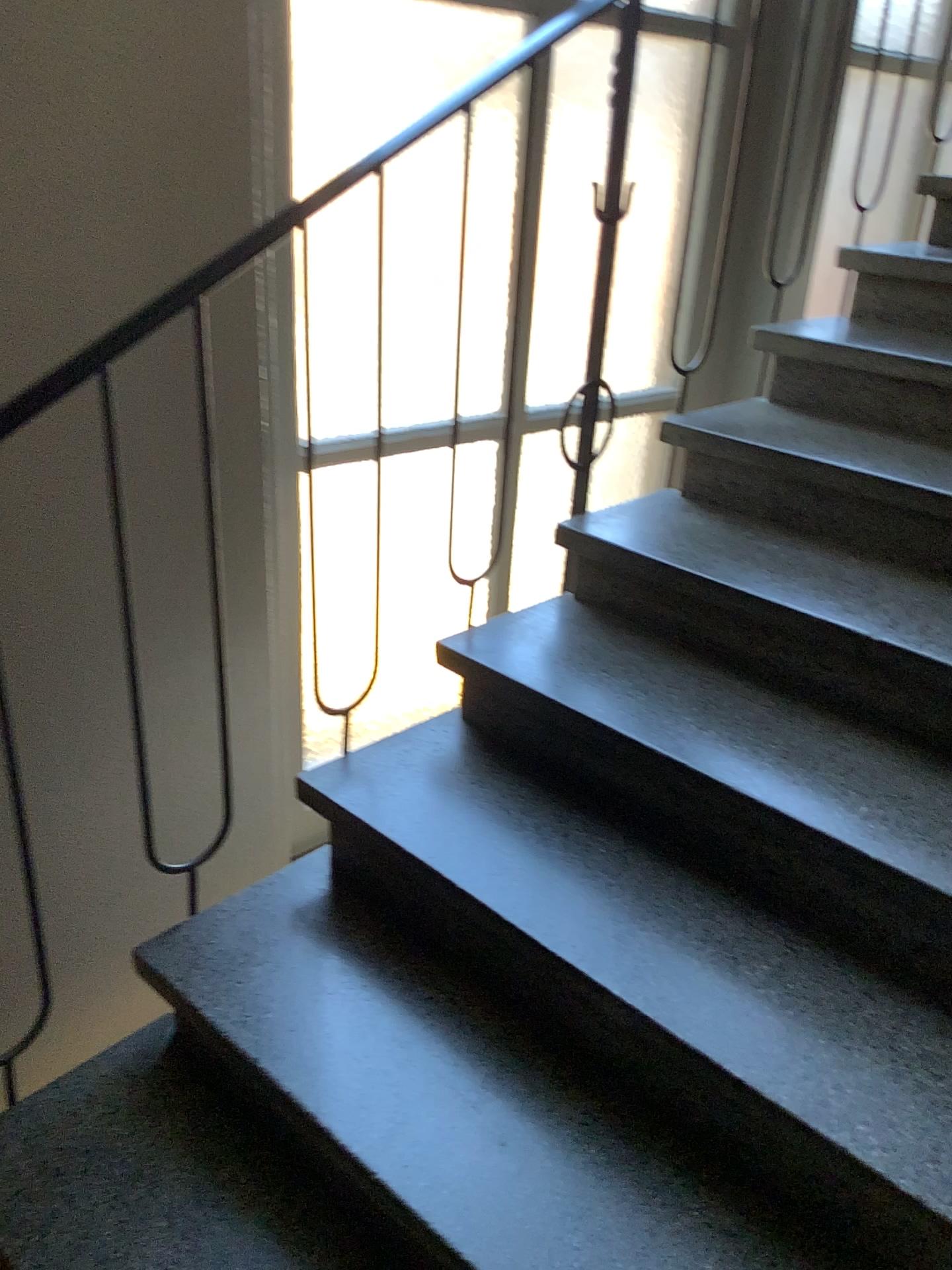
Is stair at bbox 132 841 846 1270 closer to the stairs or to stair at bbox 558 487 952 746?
the stairs

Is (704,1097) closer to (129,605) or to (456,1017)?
(456,1017)

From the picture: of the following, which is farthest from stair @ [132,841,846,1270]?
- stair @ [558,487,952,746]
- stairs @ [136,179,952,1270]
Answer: stair @ [558,487,952,746]

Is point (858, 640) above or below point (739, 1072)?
above

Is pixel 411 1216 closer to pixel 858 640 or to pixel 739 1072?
pixel 739 1072

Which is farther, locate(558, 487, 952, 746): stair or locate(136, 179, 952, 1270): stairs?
locate(558, 487, 952, 746): stair

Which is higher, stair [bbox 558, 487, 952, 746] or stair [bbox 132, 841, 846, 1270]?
stair [bbox 558, 487, 952, 746]

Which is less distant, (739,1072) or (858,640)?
(739,1072)
